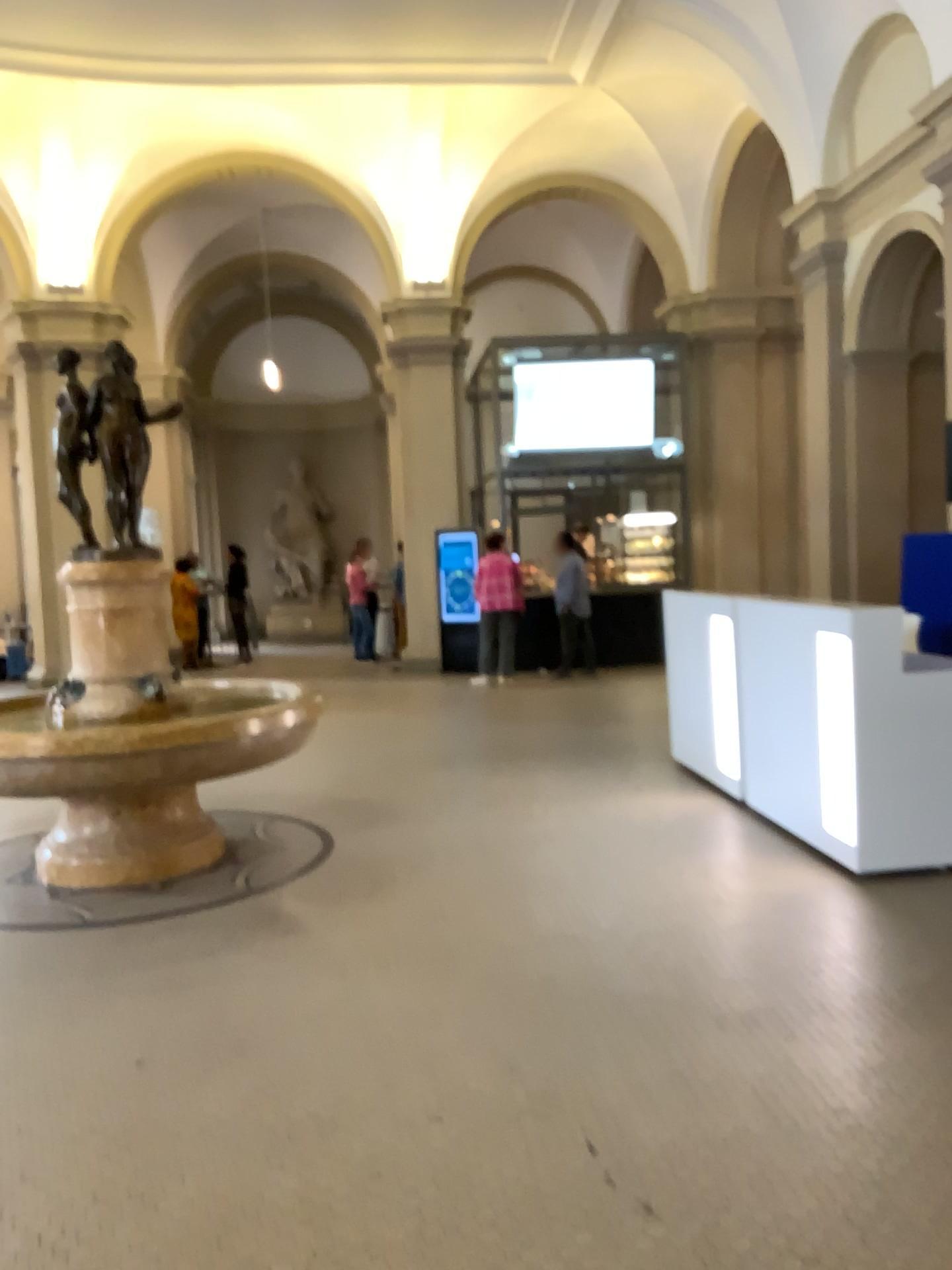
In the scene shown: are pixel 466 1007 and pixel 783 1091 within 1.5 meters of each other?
yes

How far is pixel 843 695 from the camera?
4.6 meters

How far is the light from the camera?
4.6m
